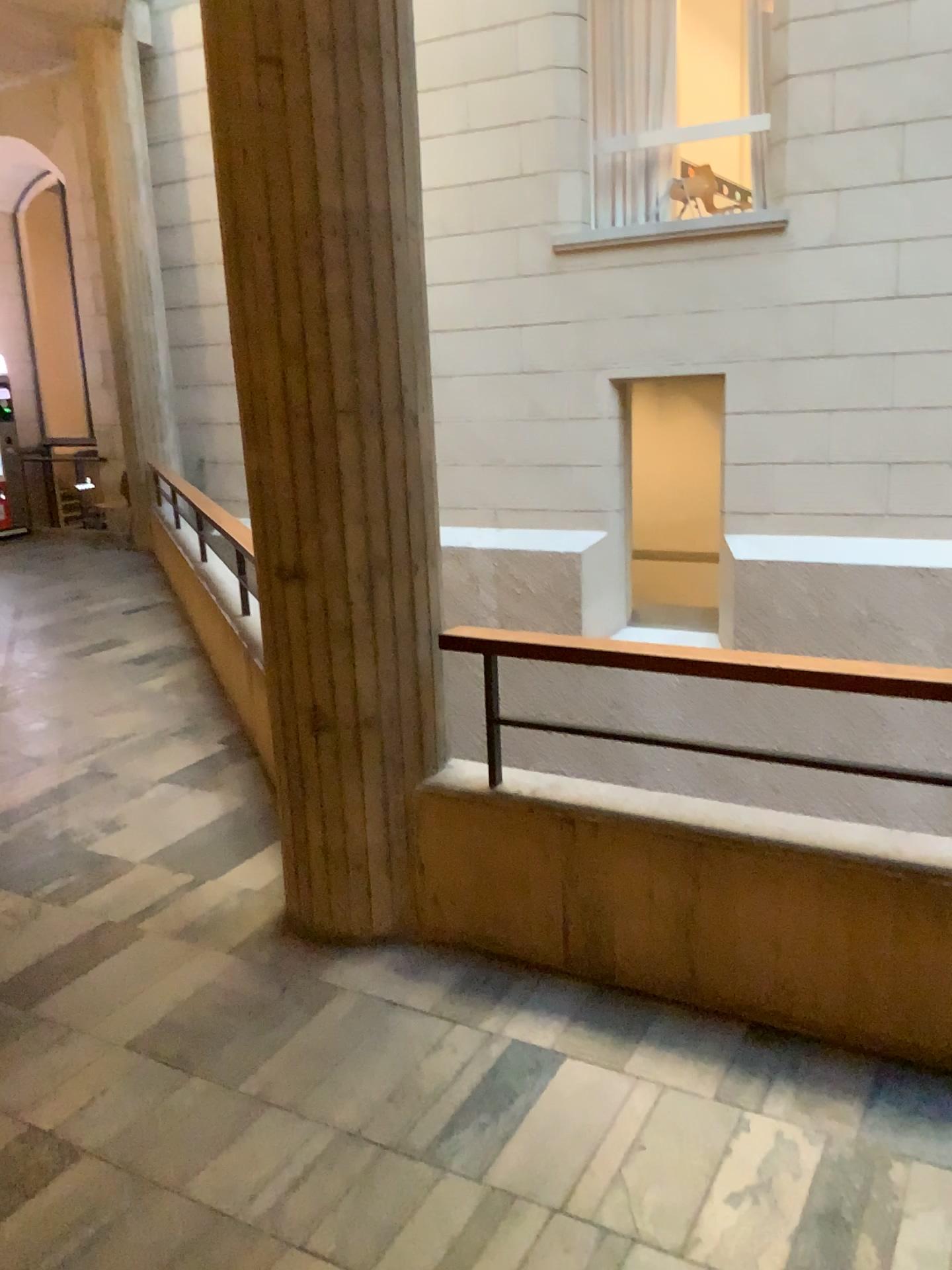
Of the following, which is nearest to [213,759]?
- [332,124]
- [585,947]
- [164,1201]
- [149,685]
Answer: [149,685]
